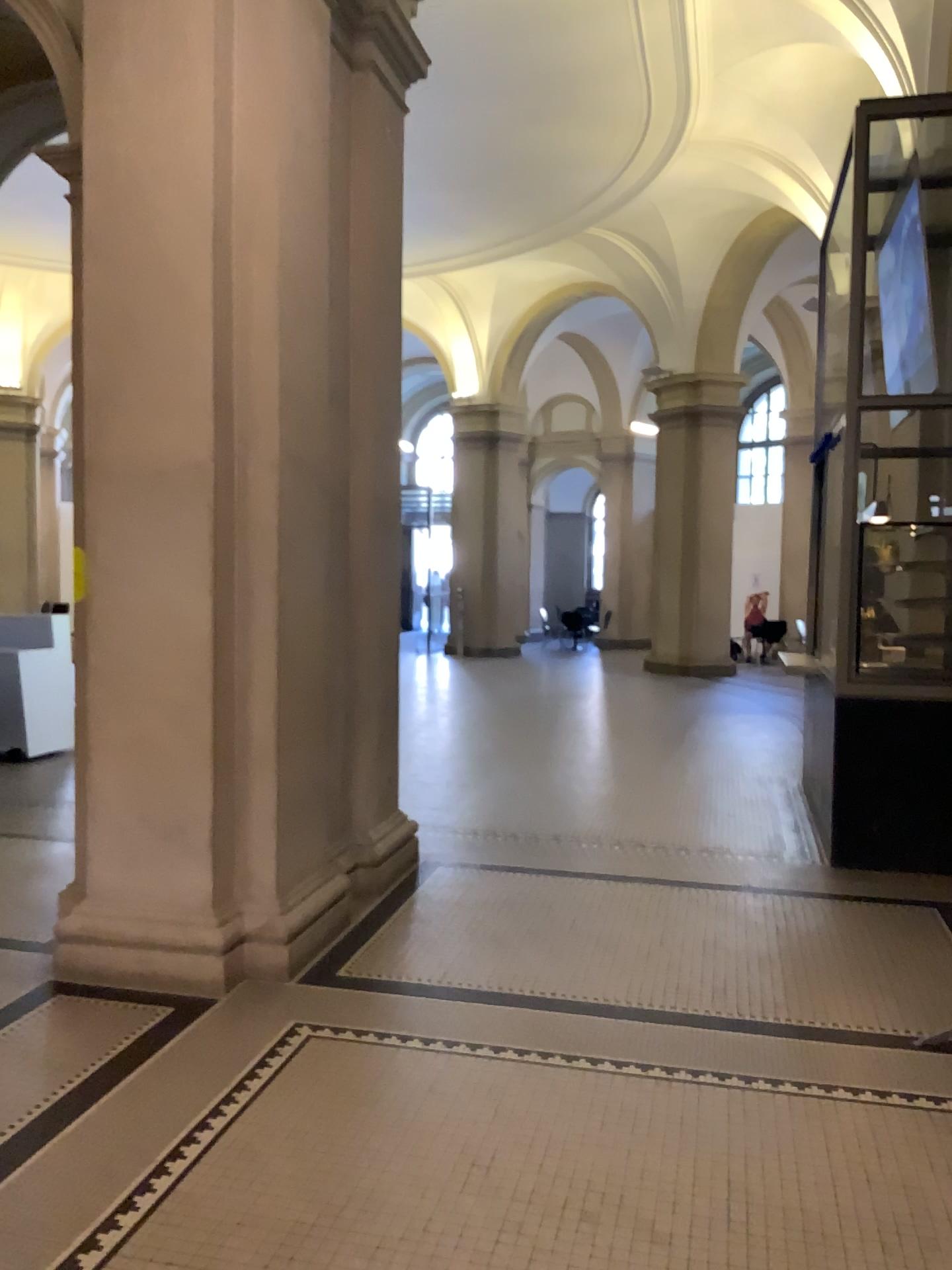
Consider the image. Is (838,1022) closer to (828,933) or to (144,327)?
(828,933)

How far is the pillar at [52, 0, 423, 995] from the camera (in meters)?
3.97

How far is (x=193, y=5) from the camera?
4.0 meters
